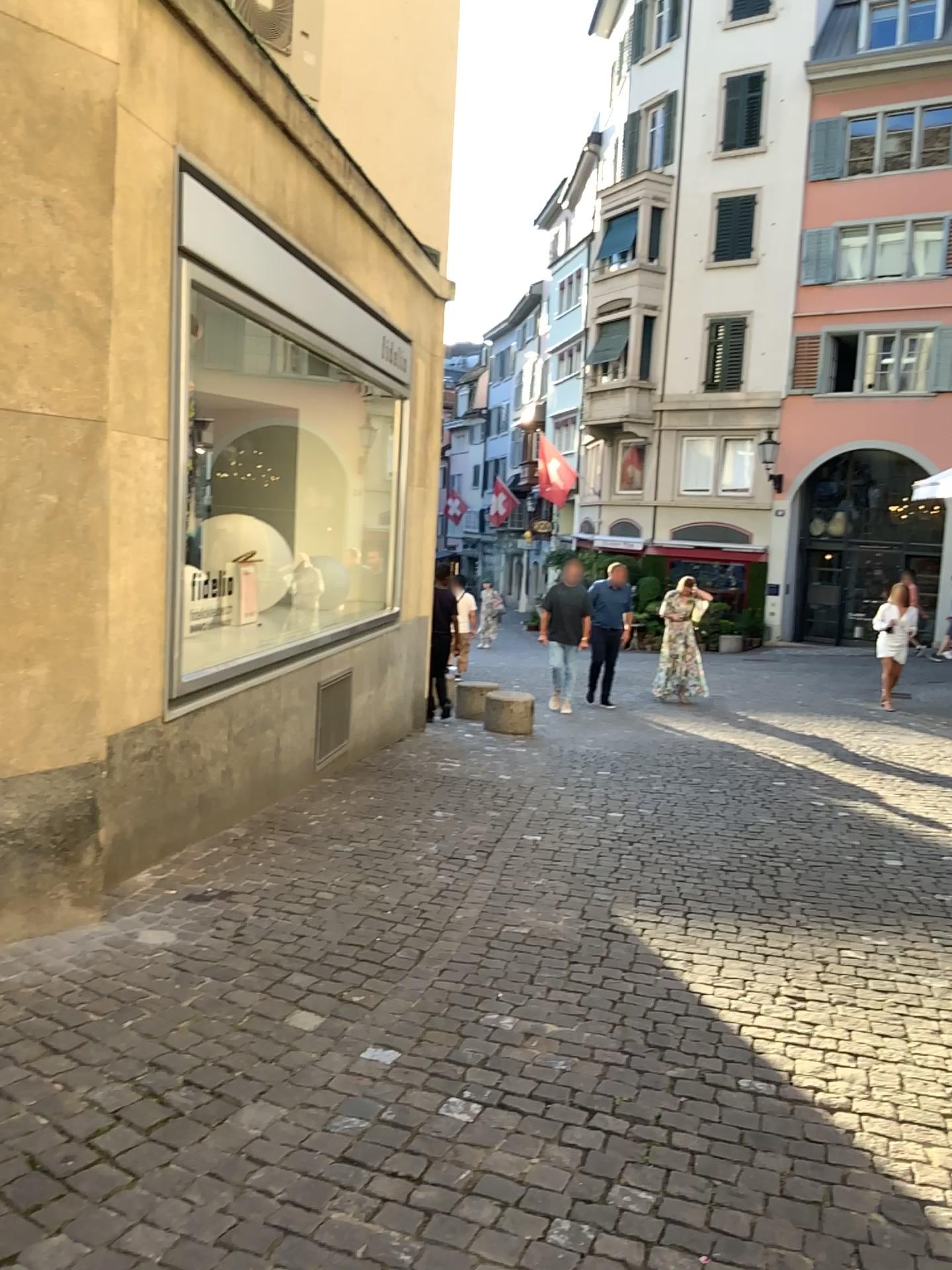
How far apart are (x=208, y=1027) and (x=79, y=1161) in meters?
0.7 m
